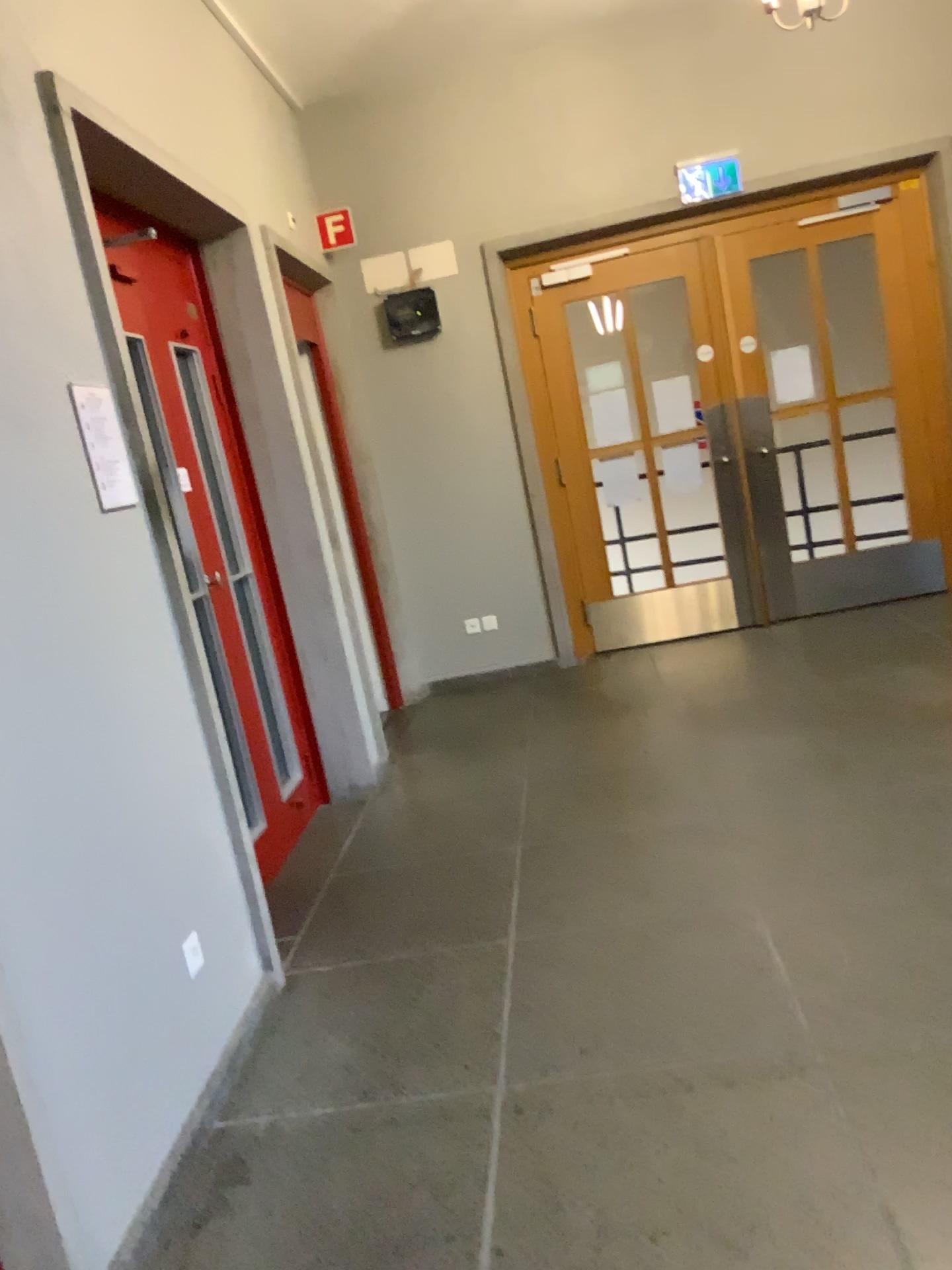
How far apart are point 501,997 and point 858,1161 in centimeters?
102cm

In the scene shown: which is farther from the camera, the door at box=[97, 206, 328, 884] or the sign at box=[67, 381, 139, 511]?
the door at box=[97, 206, 328, 884]

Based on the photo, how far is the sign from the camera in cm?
242

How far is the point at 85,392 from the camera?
2.4m

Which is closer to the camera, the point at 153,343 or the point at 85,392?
the point at 85,392
